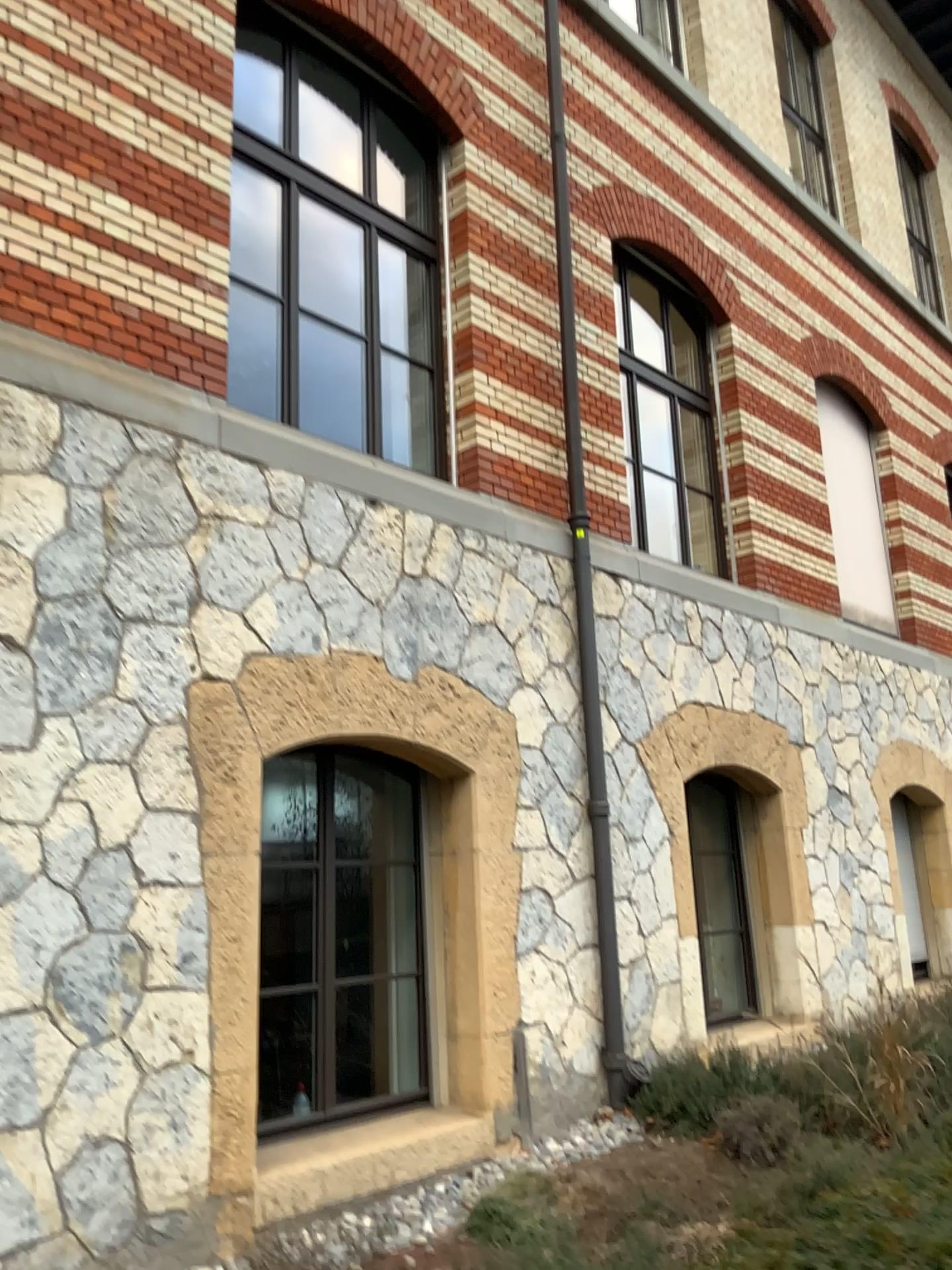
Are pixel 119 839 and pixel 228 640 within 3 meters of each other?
yes
